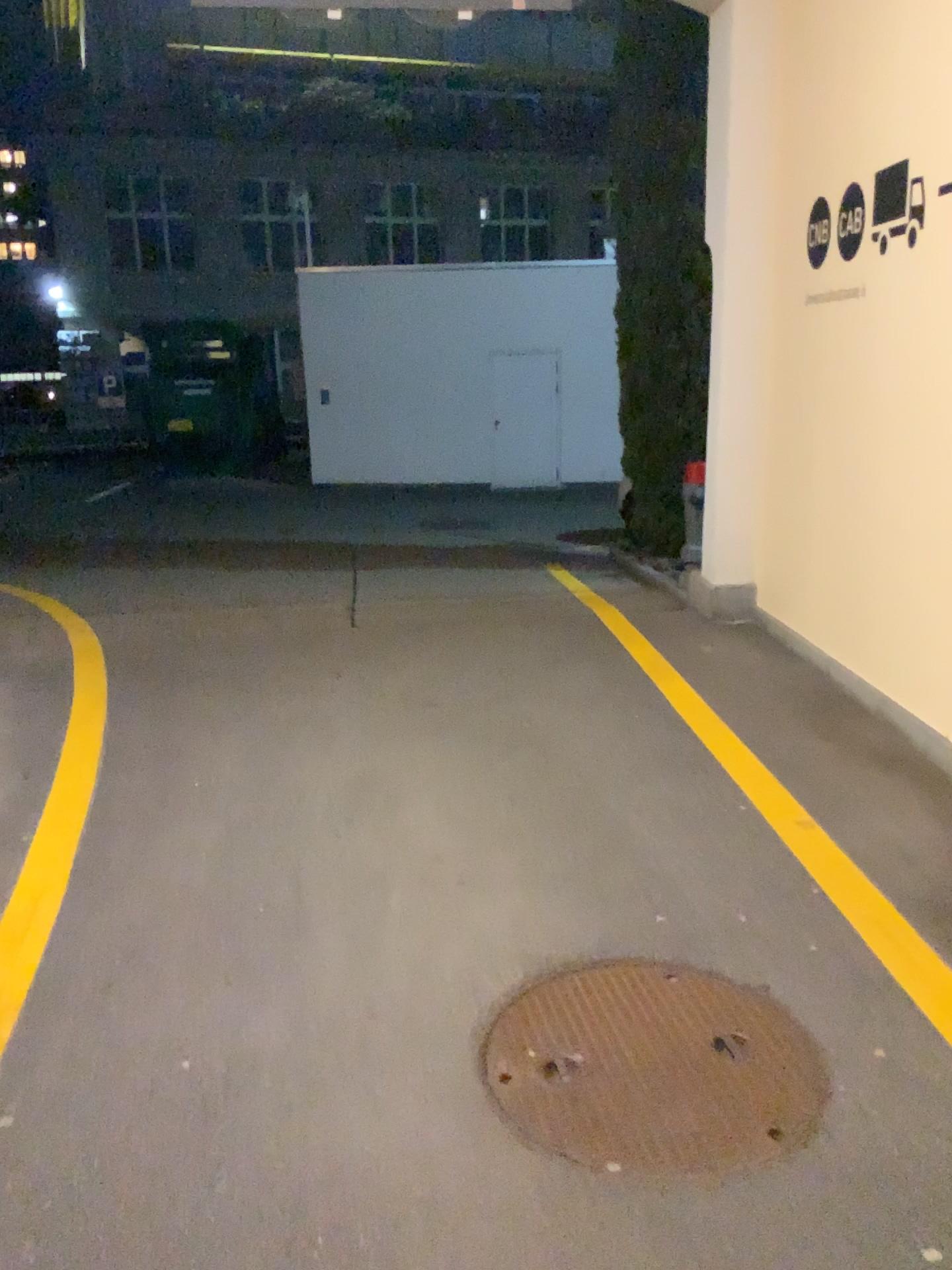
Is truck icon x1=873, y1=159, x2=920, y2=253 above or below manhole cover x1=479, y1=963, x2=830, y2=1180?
above

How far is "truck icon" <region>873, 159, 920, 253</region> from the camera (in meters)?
4.03

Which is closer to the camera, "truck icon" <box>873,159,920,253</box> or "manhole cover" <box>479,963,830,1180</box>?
"manhole cover" <box>479,963,830,1180</box>

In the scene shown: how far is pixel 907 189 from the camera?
4.0 meters

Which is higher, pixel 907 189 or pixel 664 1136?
pixel 907 189

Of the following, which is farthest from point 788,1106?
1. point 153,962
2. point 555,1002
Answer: point 153,962

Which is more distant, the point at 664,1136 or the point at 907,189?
the point at 907,189
